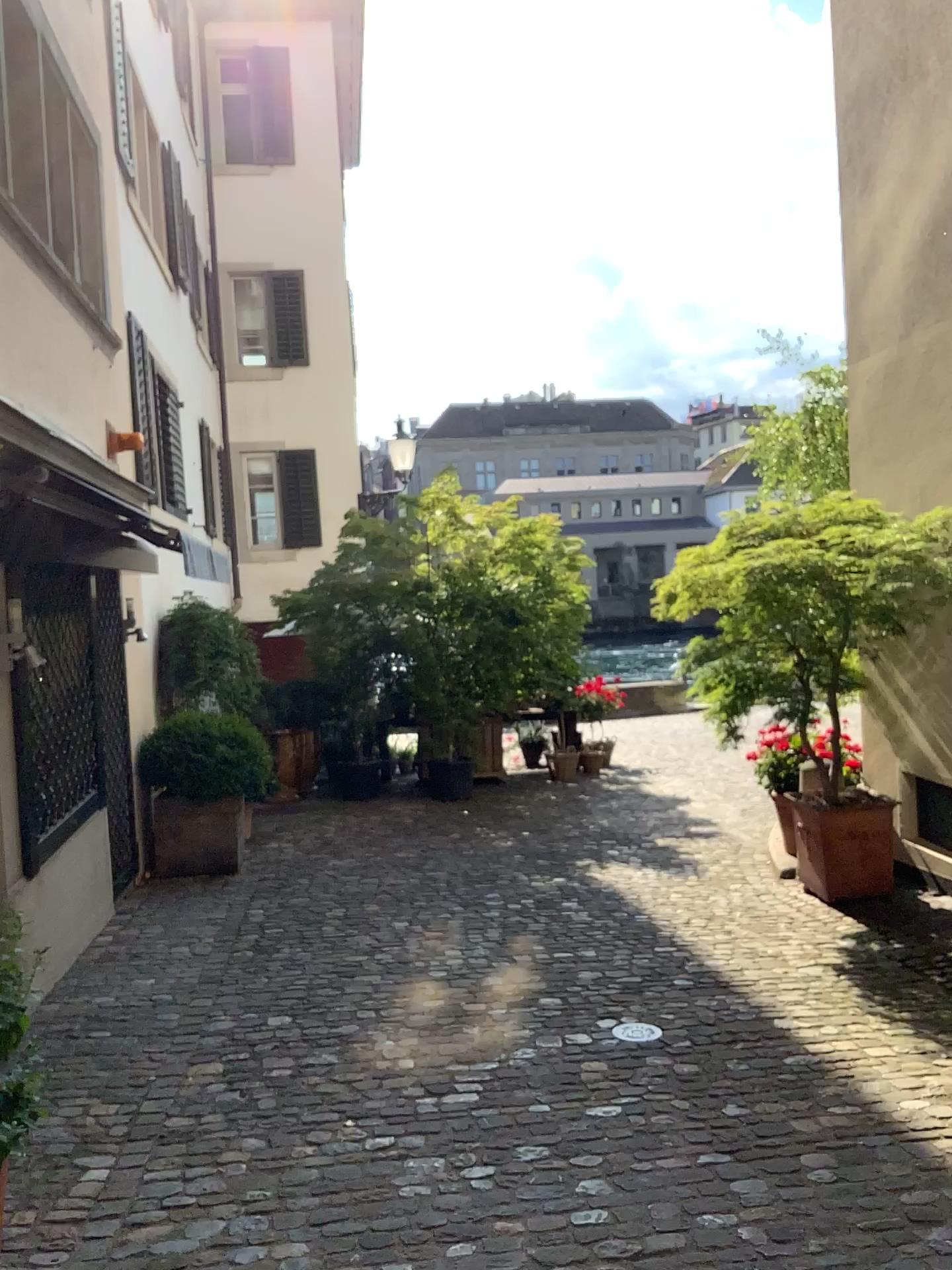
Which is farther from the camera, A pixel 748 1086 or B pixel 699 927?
B pixel 699 927
